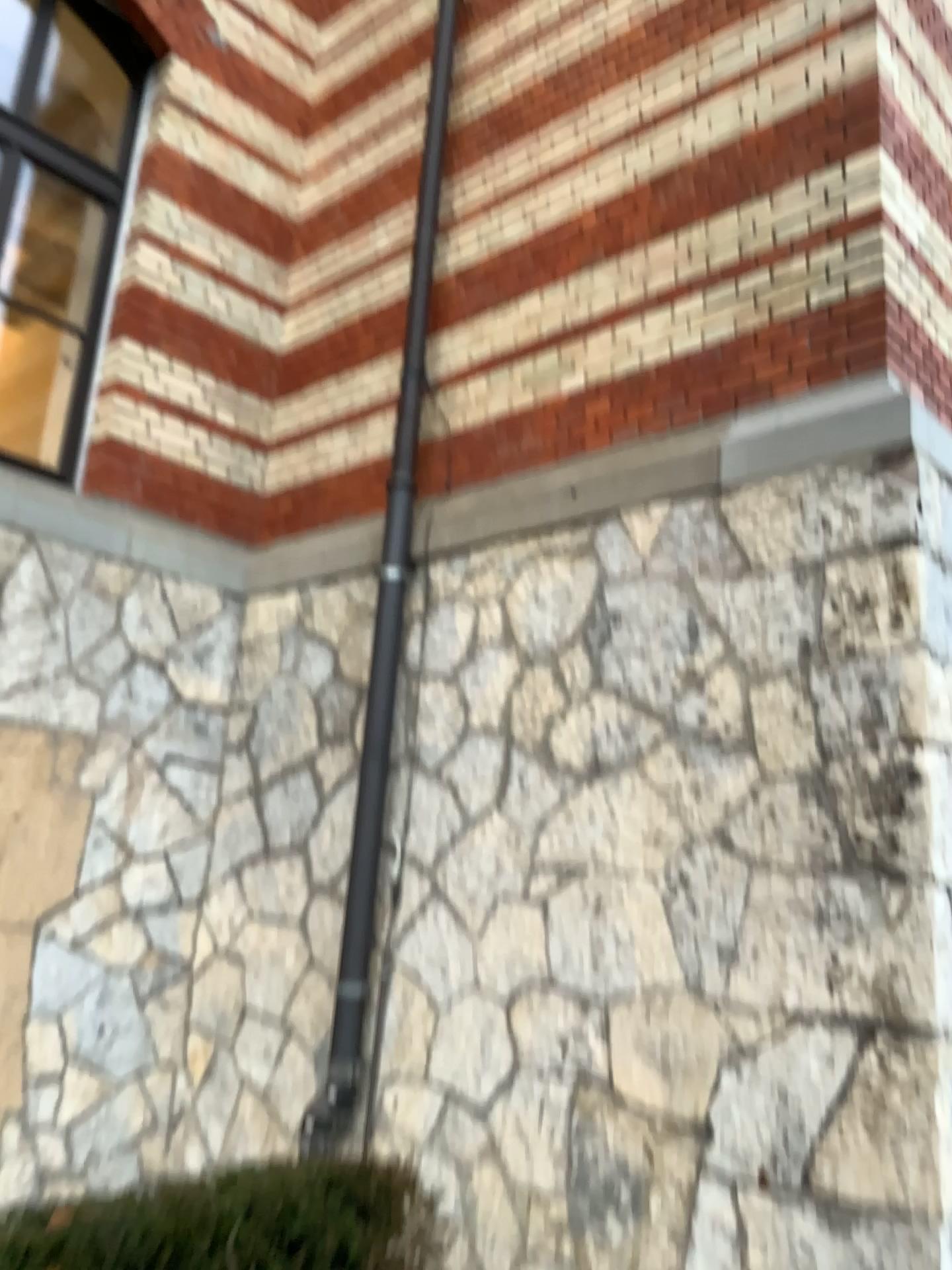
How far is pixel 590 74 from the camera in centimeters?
445cm
